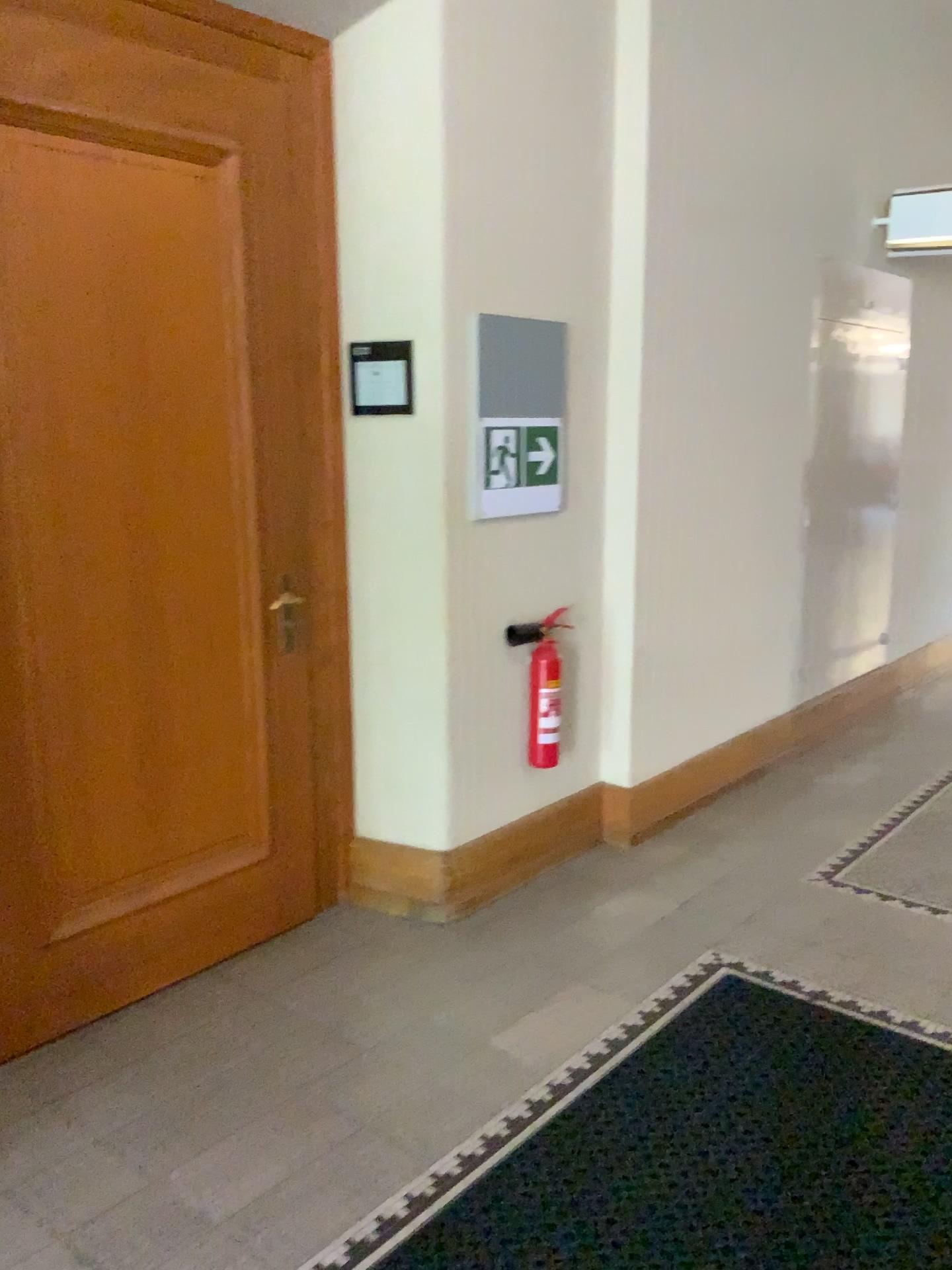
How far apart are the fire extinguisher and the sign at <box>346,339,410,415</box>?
0.81m

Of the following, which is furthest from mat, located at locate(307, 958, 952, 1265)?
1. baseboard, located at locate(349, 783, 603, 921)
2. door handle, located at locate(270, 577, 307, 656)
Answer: door handle, located at locate(270, 577, 307, 656)

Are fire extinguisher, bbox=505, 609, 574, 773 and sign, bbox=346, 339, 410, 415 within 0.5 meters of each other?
no

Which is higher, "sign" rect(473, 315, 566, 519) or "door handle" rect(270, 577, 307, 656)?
"sign" rect(473, 315, 566, 519)

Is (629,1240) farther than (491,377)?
No

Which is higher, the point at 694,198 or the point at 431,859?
the point at 694,198

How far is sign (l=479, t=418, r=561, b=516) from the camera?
3.3 meters

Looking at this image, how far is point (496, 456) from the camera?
3.28m

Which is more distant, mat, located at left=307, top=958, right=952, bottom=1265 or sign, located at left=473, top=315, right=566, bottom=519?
sign, located at left=473, top=315, right=566, bottom=519

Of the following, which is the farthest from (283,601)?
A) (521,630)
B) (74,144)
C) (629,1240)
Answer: (629,1240)
